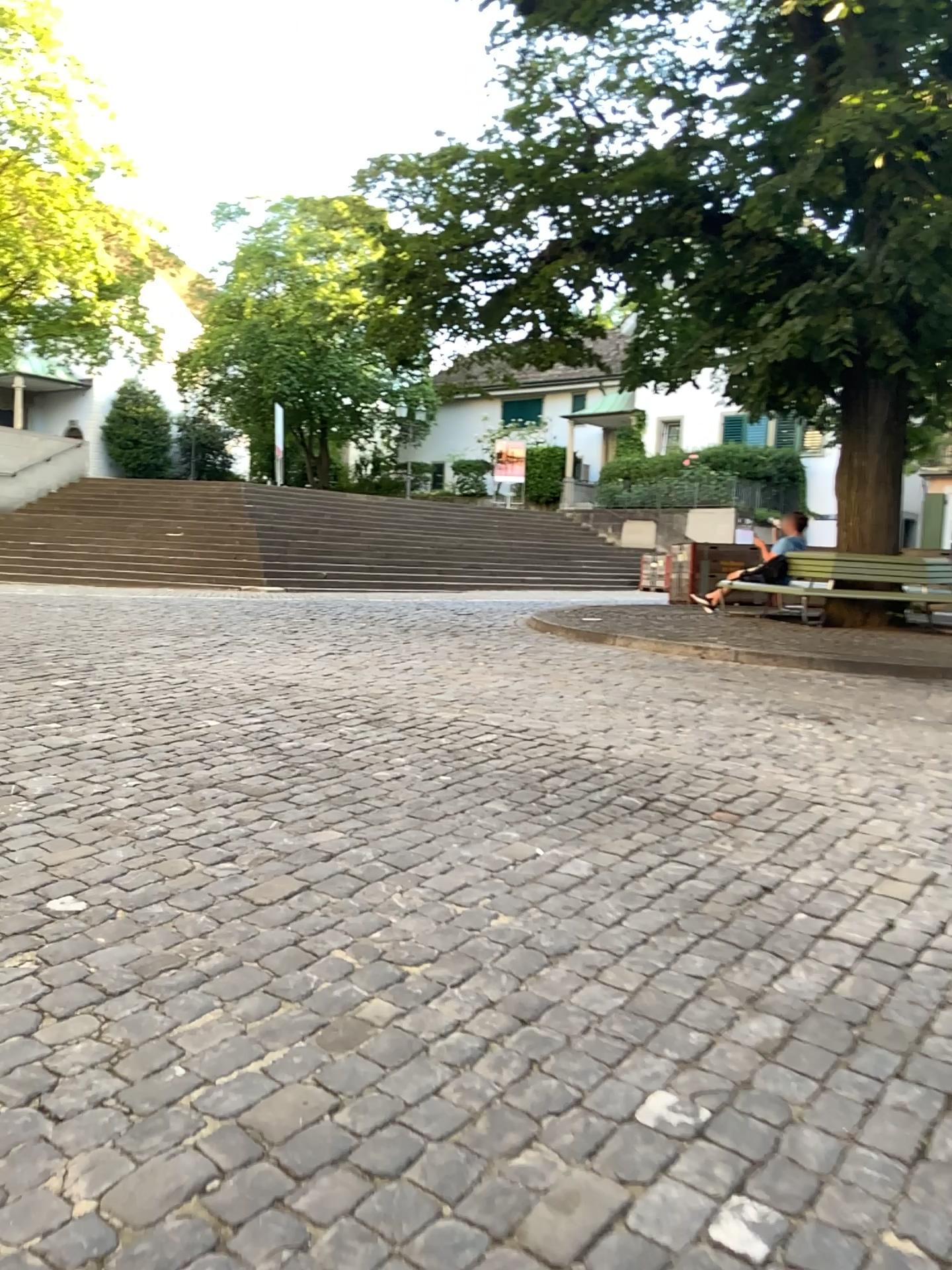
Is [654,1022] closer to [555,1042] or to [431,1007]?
[555,1042]
